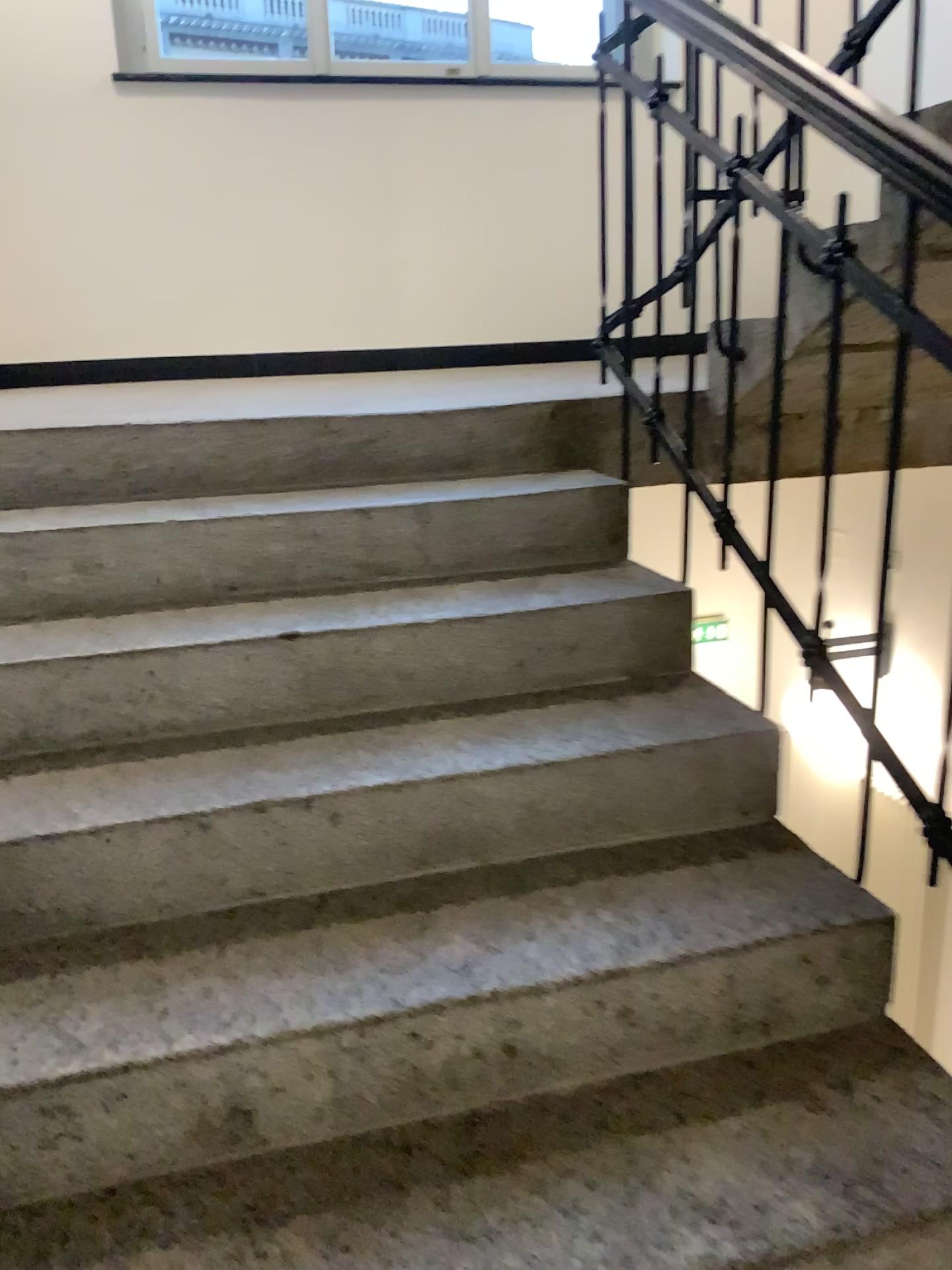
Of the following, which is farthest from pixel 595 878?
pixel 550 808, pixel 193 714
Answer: pixel 193 714
